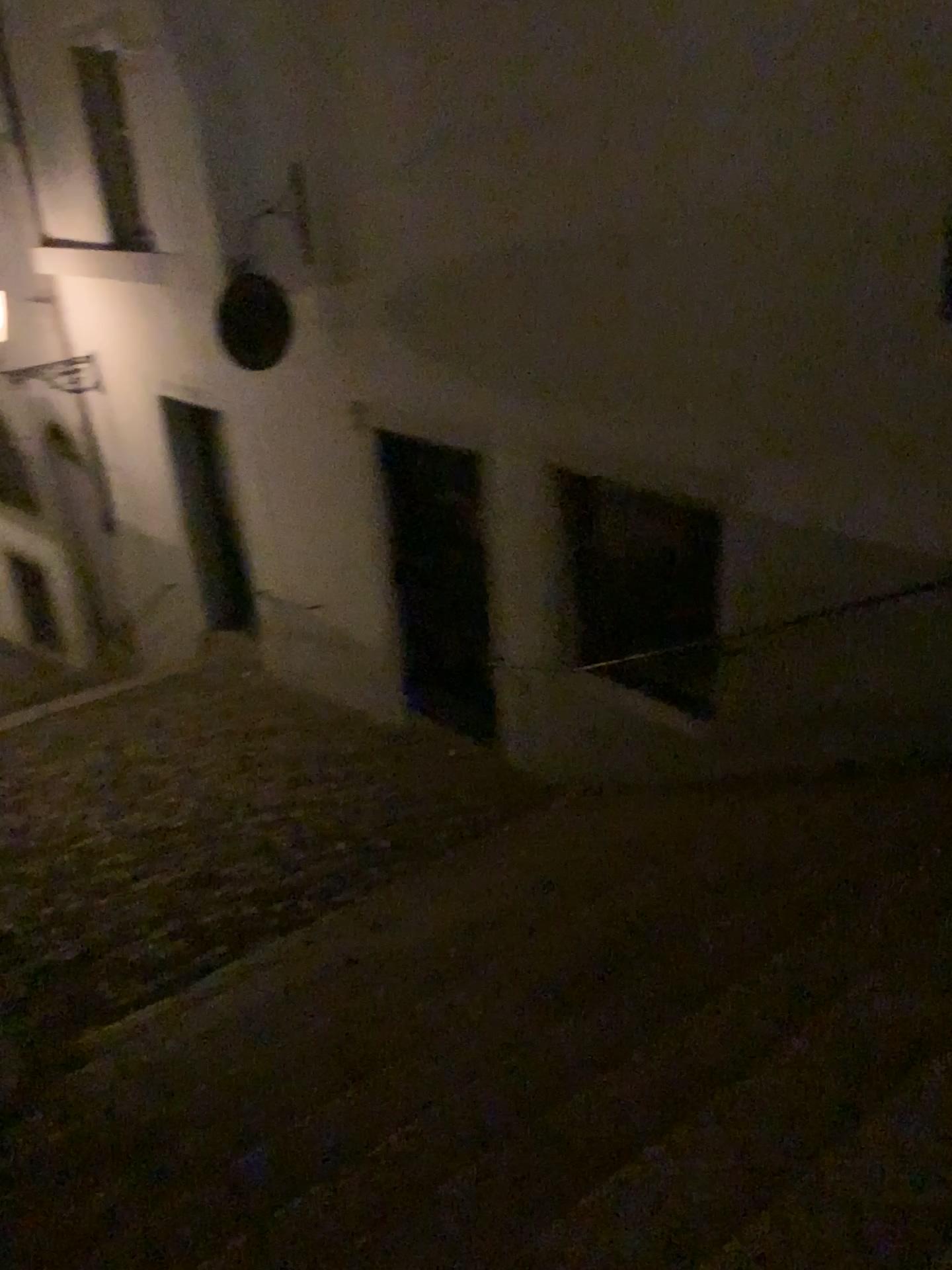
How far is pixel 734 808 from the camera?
4.8 meters
